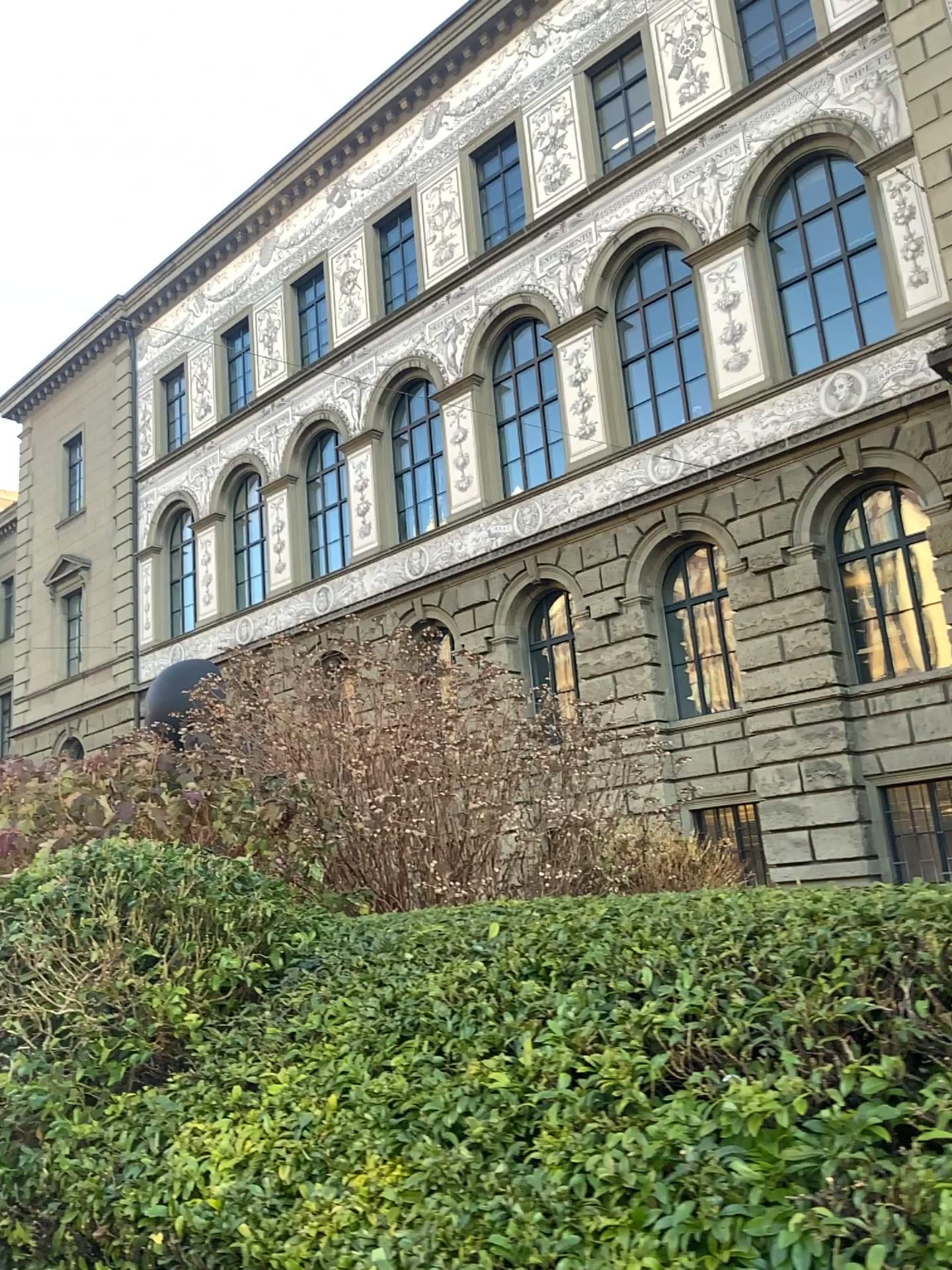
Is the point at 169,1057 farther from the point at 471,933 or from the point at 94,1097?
the point at 471,933
